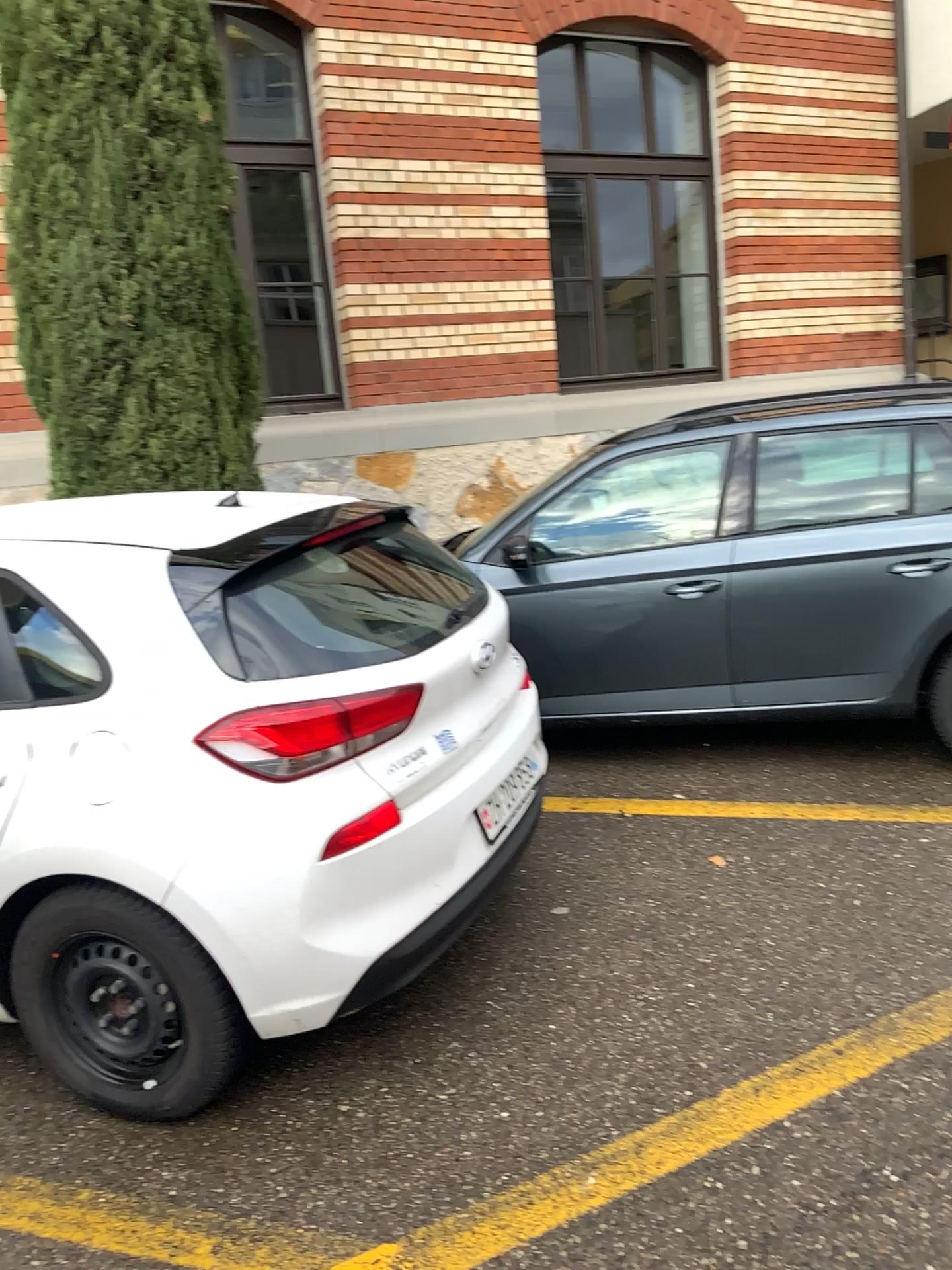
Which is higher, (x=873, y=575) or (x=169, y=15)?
(x=169, y=15)

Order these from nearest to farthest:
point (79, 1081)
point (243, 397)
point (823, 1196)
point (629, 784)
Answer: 1. point (823, 1196)
2. point (79, 1081)
3. point (629, 784)
4. point (243, 397)

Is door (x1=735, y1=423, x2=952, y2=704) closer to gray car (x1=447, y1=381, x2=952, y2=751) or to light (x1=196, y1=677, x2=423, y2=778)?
gray car (x1=447, y1=381, x2=952, y2=751)

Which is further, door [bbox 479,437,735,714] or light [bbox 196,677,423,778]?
door [bbox 479,437,735,714]

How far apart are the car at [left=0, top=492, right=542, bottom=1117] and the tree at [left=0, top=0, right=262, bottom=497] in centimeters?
205cm

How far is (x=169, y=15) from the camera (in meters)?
4.46

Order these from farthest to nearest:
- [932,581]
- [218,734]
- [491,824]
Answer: [932,581]
[491,824]
[218,734]

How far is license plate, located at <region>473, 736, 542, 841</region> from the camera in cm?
286

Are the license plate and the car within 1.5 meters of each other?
yes

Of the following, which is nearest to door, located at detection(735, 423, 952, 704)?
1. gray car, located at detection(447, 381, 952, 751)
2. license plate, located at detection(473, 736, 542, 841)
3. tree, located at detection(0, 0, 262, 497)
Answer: gray car, located at detection(447, 381, 952, 751)
